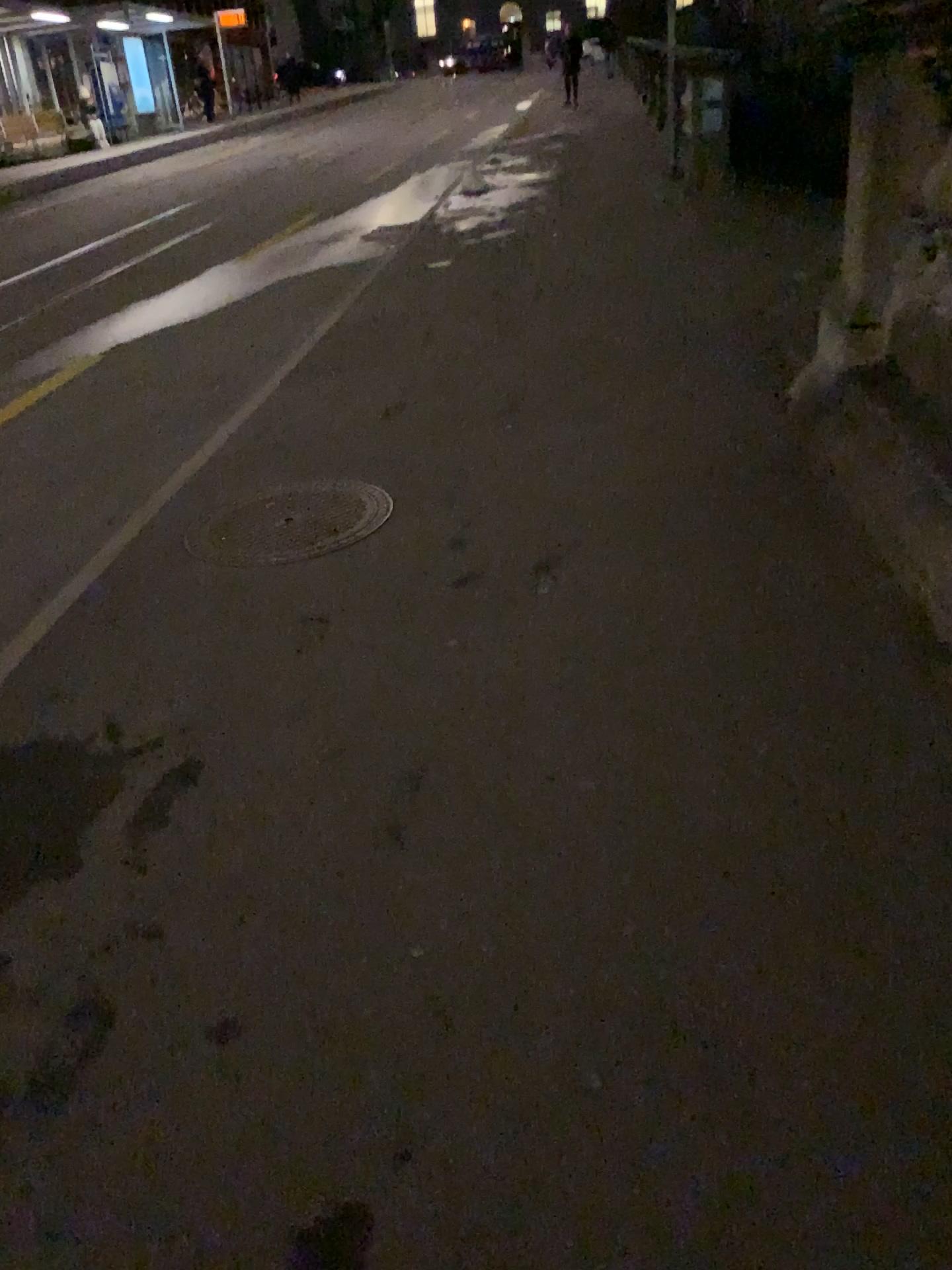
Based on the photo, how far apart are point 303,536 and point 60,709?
1.1m
